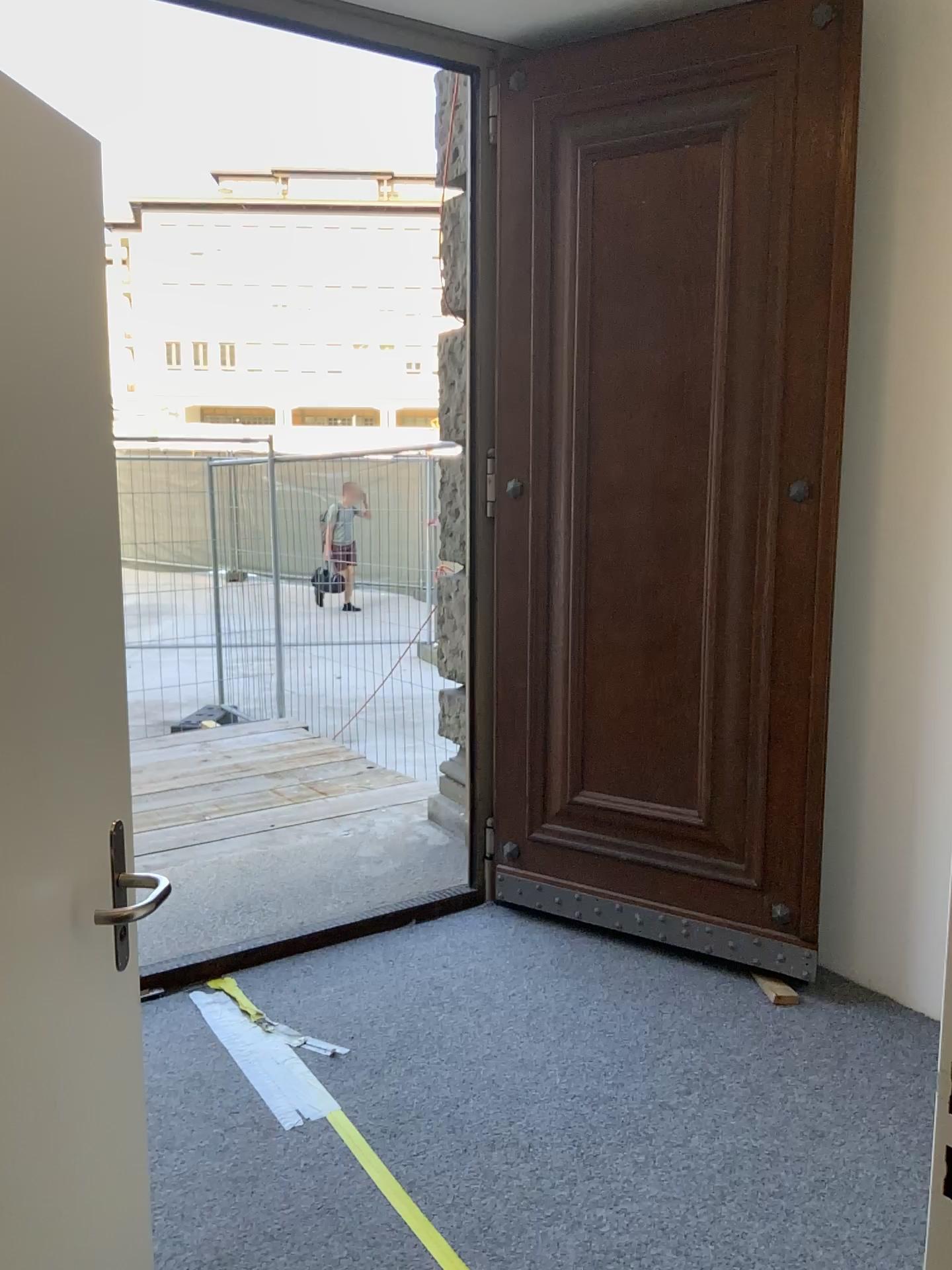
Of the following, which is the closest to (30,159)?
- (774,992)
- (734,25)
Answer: (734,25)

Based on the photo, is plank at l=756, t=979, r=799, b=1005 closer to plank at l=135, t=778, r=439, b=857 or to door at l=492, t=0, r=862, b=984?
door at l=492, t=0, r=862, b=984

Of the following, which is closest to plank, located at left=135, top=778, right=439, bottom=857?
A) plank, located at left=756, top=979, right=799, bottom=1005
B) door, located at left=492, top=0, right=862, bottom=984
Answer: door, located at left=492, top=0, right=862, bottom=984

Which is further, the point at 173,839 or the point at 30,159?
the point at 173,839

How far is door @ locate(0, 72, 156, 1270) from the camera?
1.2 meters

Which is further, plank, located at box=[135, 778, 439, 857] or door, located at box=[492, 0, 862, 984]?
plank, located at box=[135, 778, 439, 857]

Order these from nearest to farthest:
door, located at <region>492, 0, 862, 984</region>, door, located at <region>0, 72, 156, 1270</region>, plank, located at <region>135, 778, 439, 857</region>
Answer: door, located at <region>0, 72, 156, 1270</region>, door, located at <region>492, 0, 862, 984</region>, plank, located at <region>135, 778, 439, 857</region>

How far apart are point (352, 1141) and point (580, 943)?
1.7m

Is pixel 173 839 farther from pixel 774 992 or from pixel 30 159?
pixel 30 159

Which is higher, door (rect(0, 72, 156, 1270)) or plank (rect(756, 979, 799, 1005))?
door (rect(0, 72, 156, 1270))
